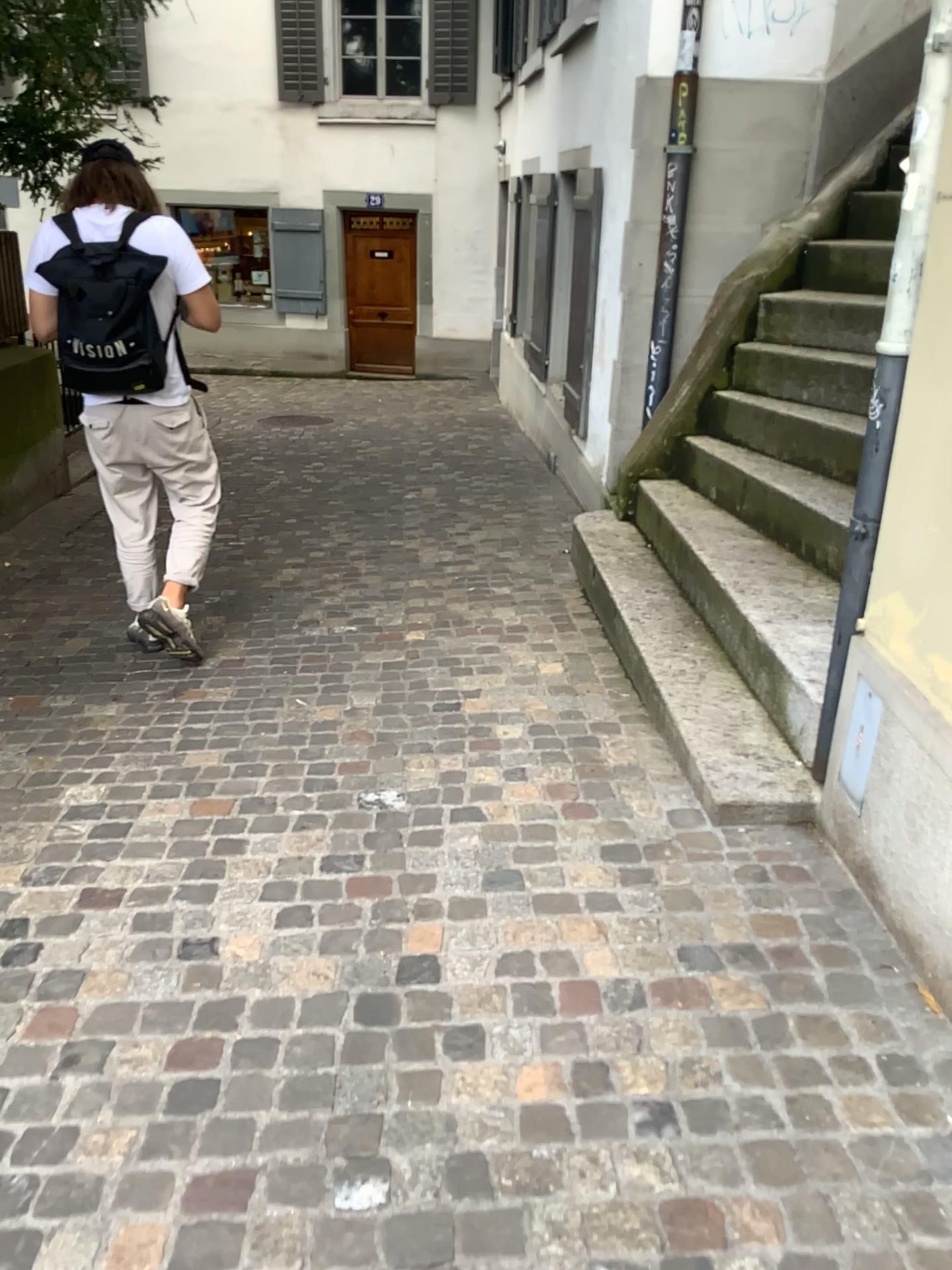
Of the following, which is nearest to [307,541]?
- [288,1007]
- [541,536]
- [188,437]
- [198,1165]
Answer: [541,536]
